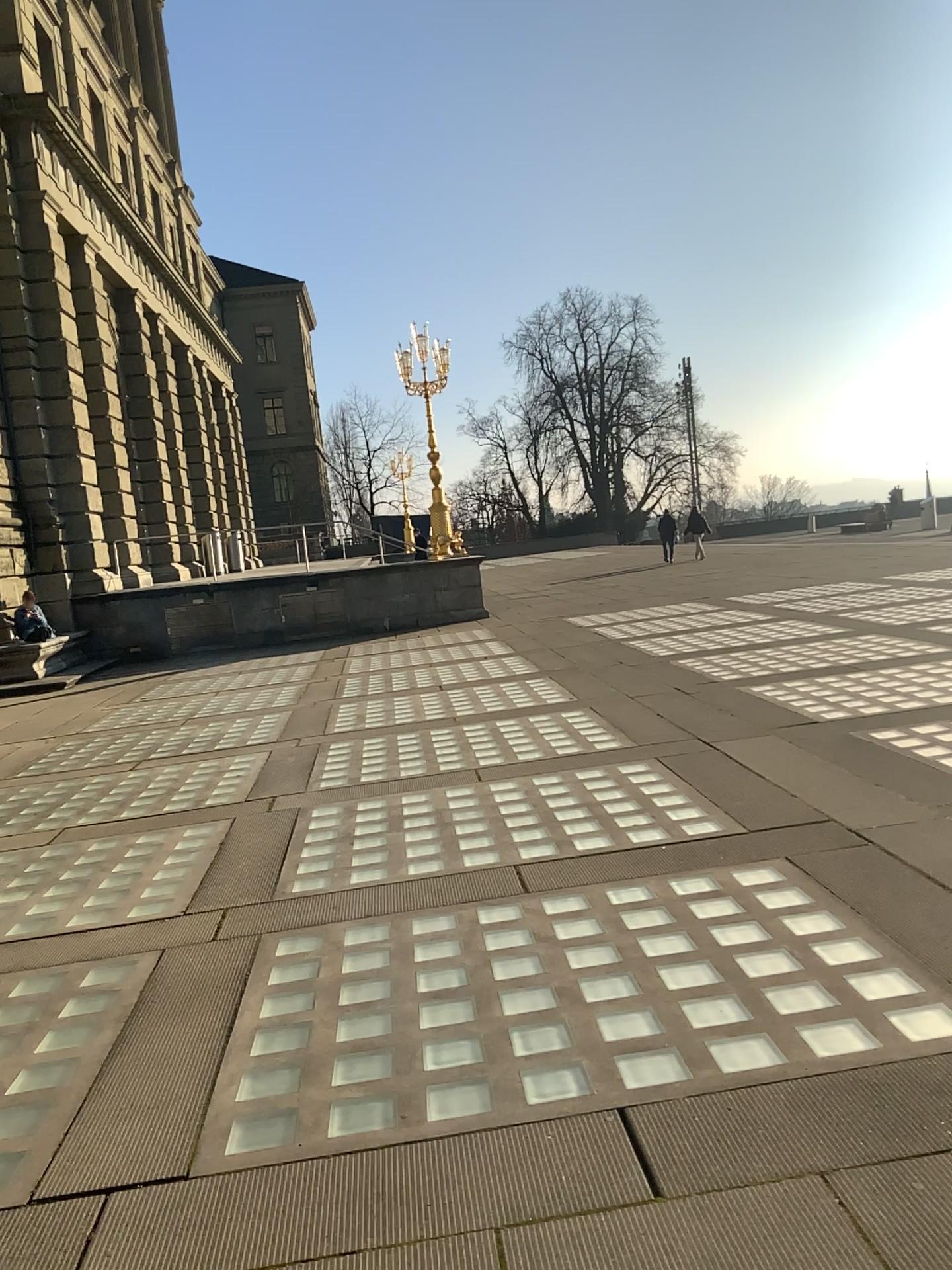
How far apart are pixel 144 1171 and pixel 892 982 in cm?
227
